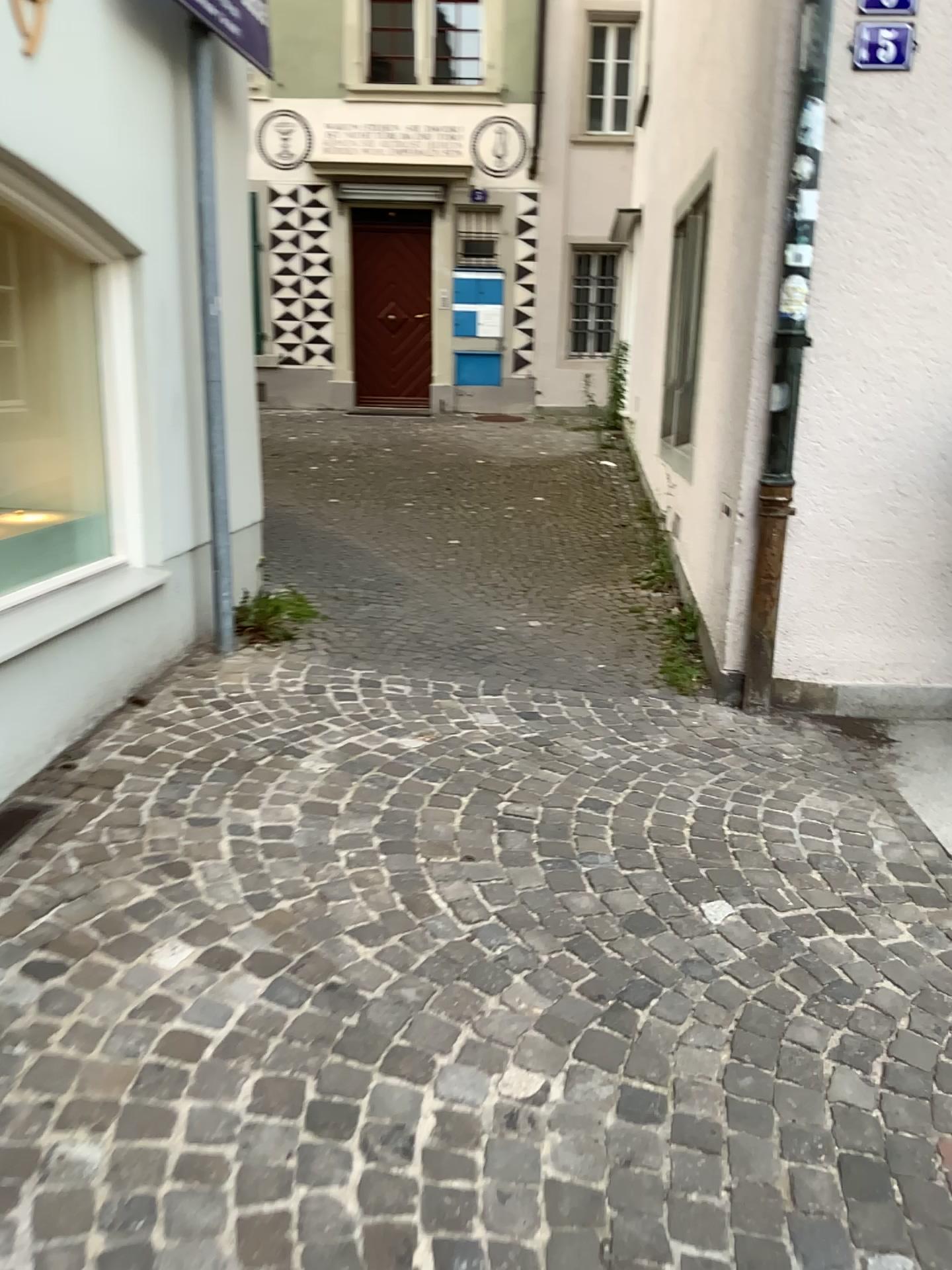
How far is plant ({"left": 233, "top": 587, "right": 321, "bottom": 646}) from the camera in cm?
457

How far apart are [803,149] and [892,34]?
0.46m

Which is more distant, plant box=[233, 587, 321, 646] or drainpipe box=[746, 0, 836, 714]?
plant box=[233, 587, 321, 646]

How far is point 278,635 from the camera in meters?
4.6

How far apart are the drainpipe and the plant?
1.9 meters

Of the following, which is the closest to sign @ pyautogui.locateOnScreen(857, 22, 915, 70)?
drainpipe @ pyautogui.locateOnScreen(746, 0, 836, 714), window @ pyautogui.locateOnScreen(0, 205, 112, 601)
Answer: drainpipe @ pyautogui.locateOnScreen(746, 0, 836, 714)

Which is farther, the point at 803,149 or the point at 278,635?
the point at 278,635

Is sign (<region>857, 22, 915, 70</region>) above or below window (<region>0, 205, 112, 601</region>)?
above

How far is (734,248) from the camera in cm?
445

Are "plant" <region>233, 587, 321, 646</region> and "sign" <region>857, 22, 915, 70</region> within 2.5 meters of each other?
no
